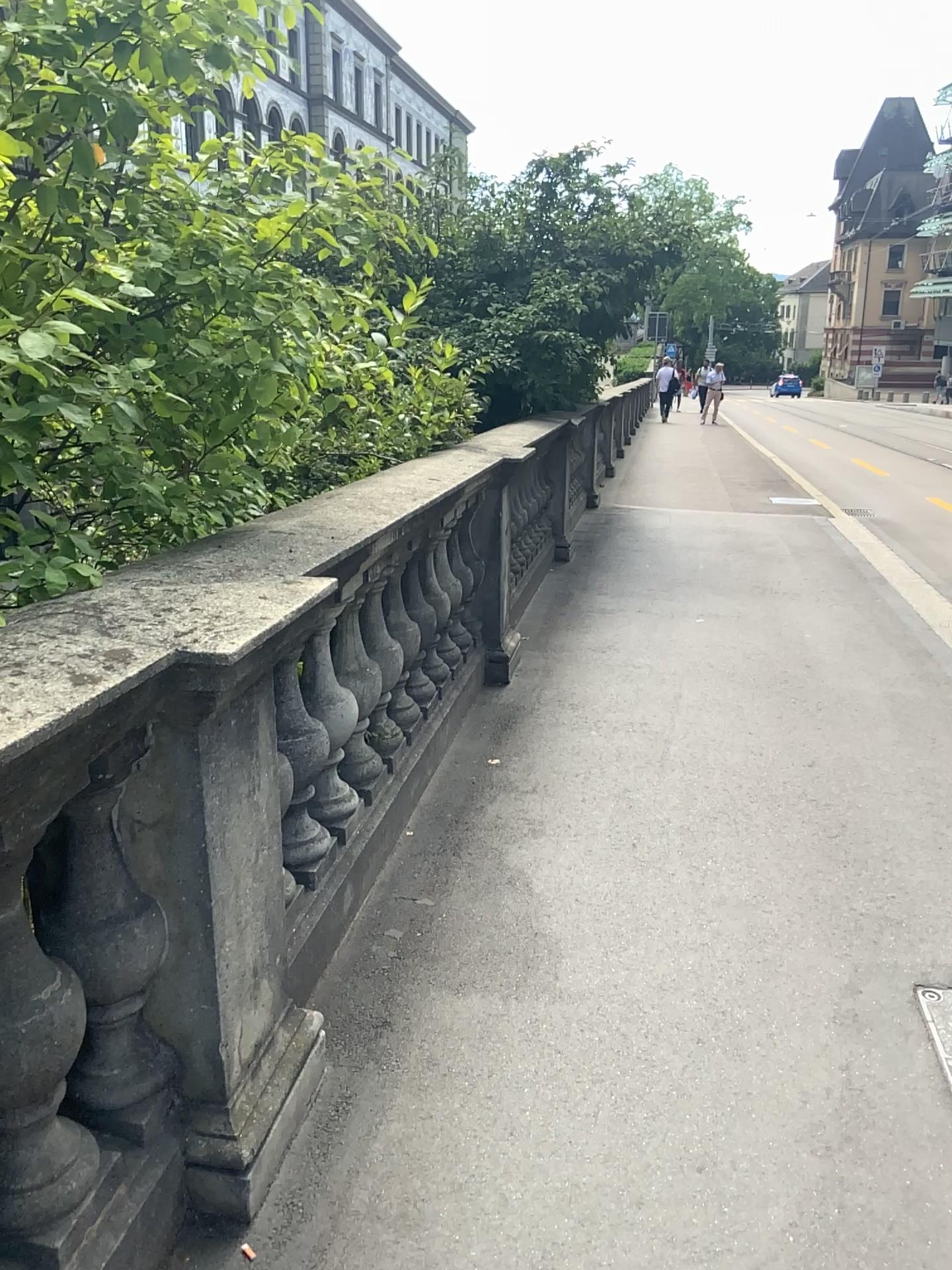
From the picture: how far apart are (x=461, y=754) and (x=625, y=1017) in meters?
1.6

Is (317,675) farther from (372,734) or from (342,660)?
(372,734)

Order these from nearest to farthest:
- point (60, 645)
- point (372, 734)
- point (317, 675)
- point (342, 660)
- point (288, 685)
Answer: point (60, 645) < point (288, 685) < point (317, 675) < point (342, 660) < point (372, 734)

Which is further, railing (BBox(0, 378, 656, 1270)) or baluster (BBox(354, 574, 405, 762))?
baluster (BBox(354, 574, 405, 762))

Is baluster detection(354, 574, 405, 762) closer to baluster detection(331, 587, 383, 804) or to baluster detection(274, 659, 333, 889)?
baluster detection(331, 587, 383, 804)

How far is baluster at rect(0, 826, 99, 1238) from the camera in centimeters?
140cm

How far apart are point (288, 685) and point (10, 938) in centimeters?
86cm

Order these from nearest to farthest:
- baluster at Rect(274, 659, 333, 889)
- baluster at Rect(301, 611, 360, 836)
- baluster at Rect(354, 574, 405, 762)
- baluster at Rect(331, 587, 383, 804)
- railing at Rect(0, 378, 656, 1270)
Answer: railing at Rect(0, 378, 656, 1270) < baluster at Rect(274, 659, 333, 889) < baluster at Rect(301, 611, 360, 836) < baluster at Rect(331, 587, 383, 804) < baluster at Rect(354, 574, 405, 762)

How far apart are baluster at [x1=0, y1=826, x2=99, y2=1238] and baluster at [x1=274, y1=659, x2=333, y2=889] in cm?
67

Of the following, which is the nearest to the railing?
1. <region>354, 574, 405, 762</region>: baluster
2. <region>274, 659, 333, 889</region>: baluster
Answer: <region>274, 659, 333, 889</region>: baluster
